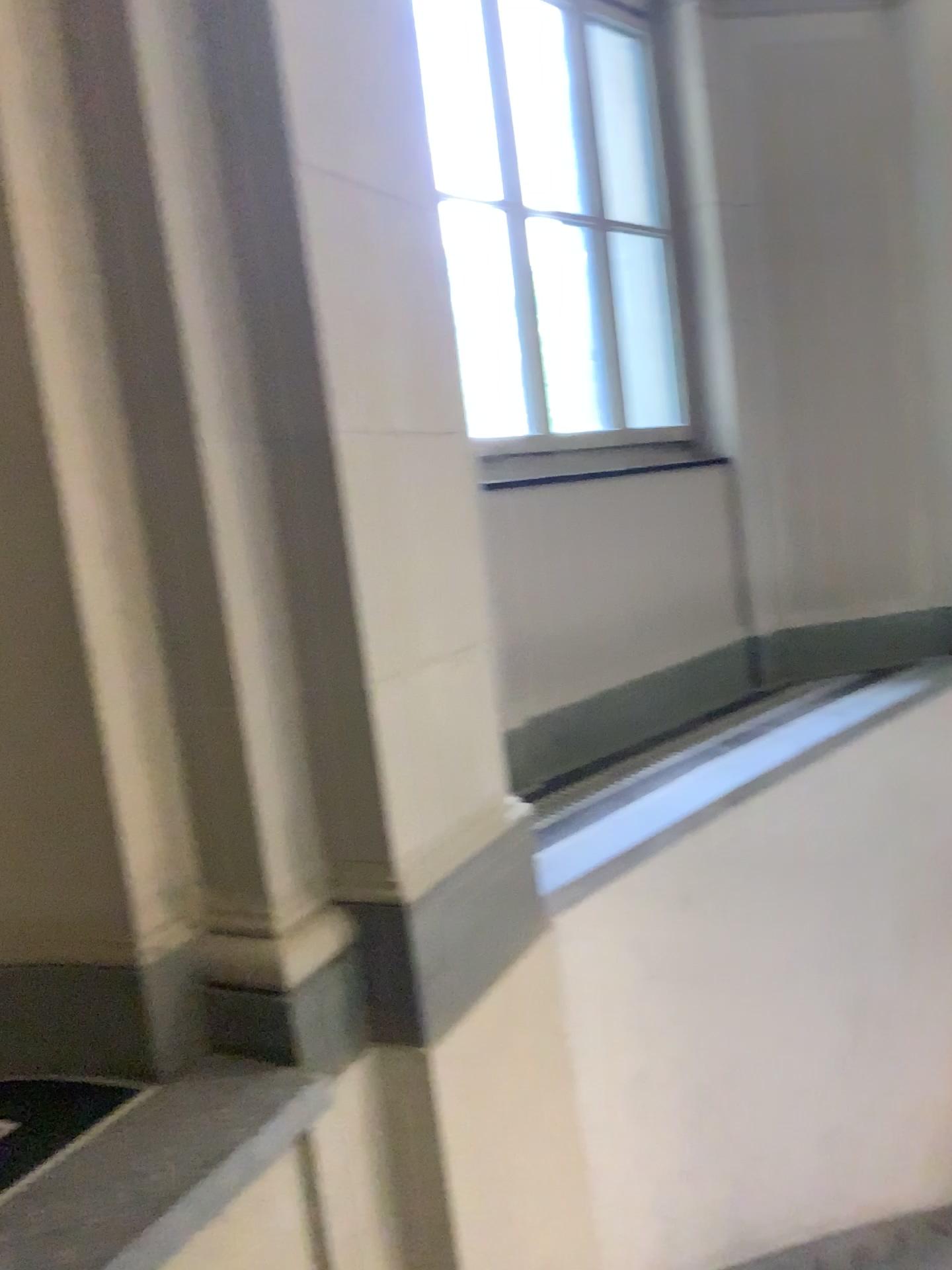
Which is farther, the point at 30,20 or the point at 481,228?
the point at 481,228

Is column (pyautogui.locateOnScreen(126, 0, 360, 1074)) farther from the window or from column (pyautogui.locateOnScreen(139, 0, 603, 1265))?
the window

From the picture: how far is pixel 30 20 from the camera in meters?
1.9 m

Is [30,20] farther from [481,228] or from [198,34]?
[481,228]

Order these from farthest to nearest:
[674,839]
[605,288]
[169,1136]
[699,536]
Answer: [699,536] → [605,288] → [674,839] → [169,1136]

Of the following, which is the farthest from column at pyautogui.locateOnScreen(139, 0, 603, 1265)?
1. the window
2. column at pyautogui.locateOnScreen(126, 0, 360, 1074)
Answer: the window

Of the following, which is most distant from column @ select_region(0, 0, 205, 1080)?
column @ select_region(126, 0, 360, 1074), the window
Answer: the window

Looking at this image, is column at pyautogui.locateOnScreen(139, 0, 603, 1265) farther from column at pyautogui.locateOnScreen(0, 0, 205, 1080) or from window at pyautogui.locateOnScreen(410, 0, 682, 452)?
window at pyautogui.locateOnScreen(410, 0, 682, 452)

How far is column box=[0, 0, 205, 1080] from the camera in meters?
1.9 m

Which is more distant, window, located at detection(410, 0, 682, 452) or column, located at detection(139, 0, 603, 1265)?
window, located at detection(410, 0, 682, 452)
